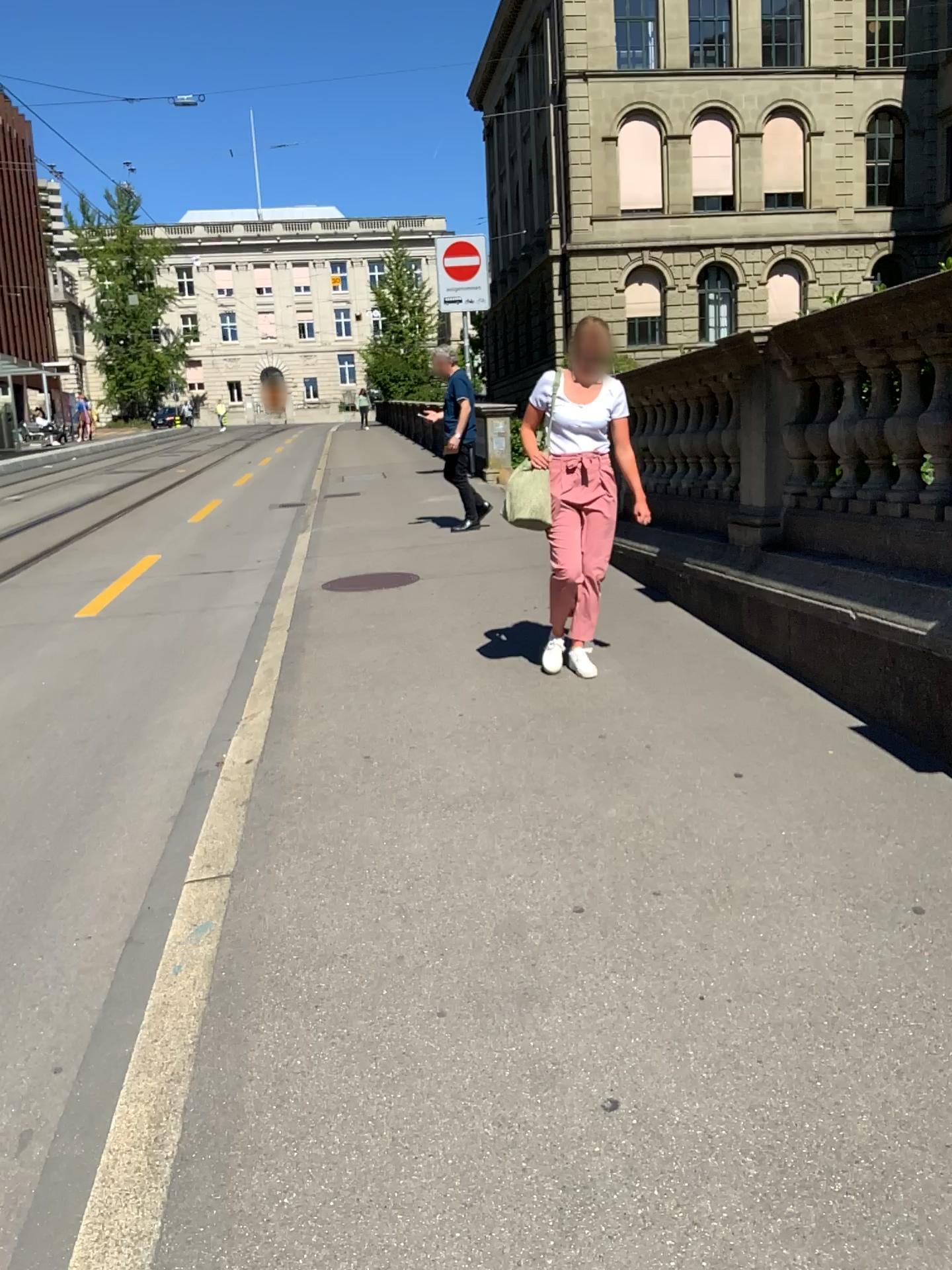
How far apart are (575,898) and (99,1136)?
1.29m
